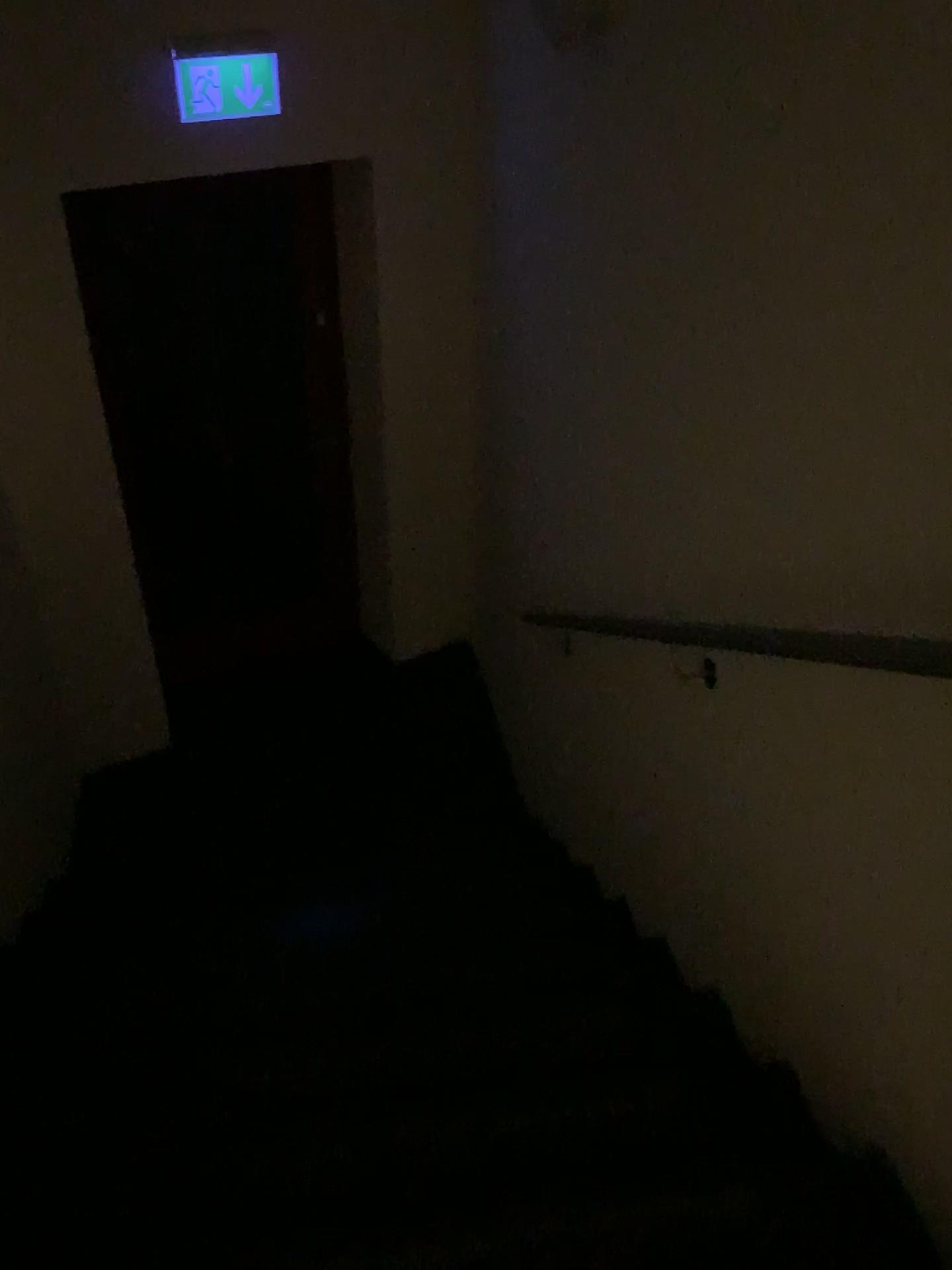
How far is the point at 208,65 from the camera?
3.09m

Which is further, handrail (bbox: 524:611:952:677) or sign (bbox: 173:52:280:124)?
sign (bbox: 173:52:280:124)

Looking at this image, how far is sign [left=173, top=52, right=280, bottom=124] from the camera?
3.1m

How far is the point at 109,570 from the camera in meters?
3.7

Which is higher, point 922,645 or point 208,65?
point 208,65

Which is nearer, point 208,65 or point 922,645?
point 922,645
